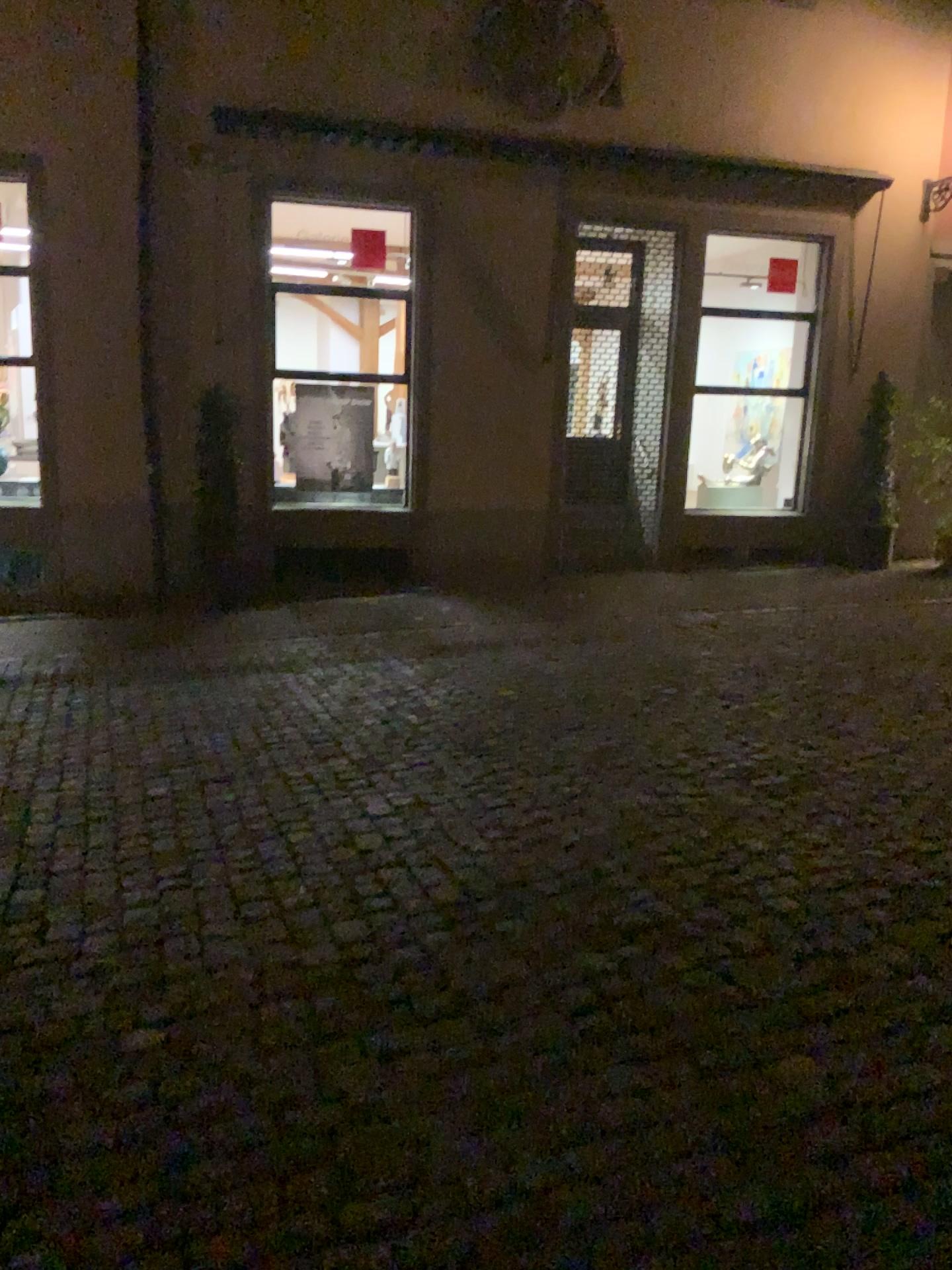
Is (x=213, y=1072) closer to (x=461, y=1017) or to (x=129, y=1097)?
(x=129, y=1097)
